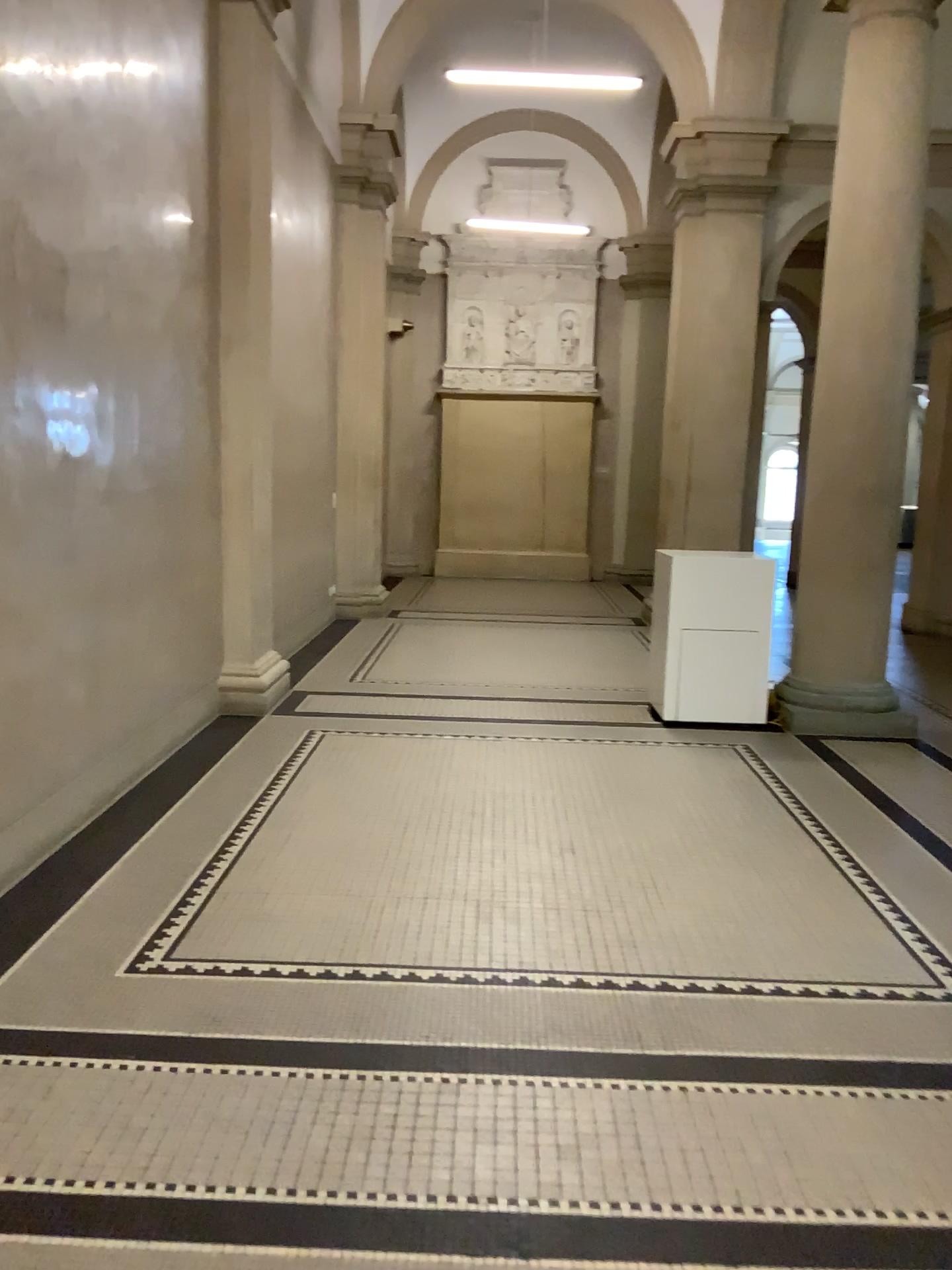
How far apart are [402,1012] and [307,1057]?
0.3 meters
